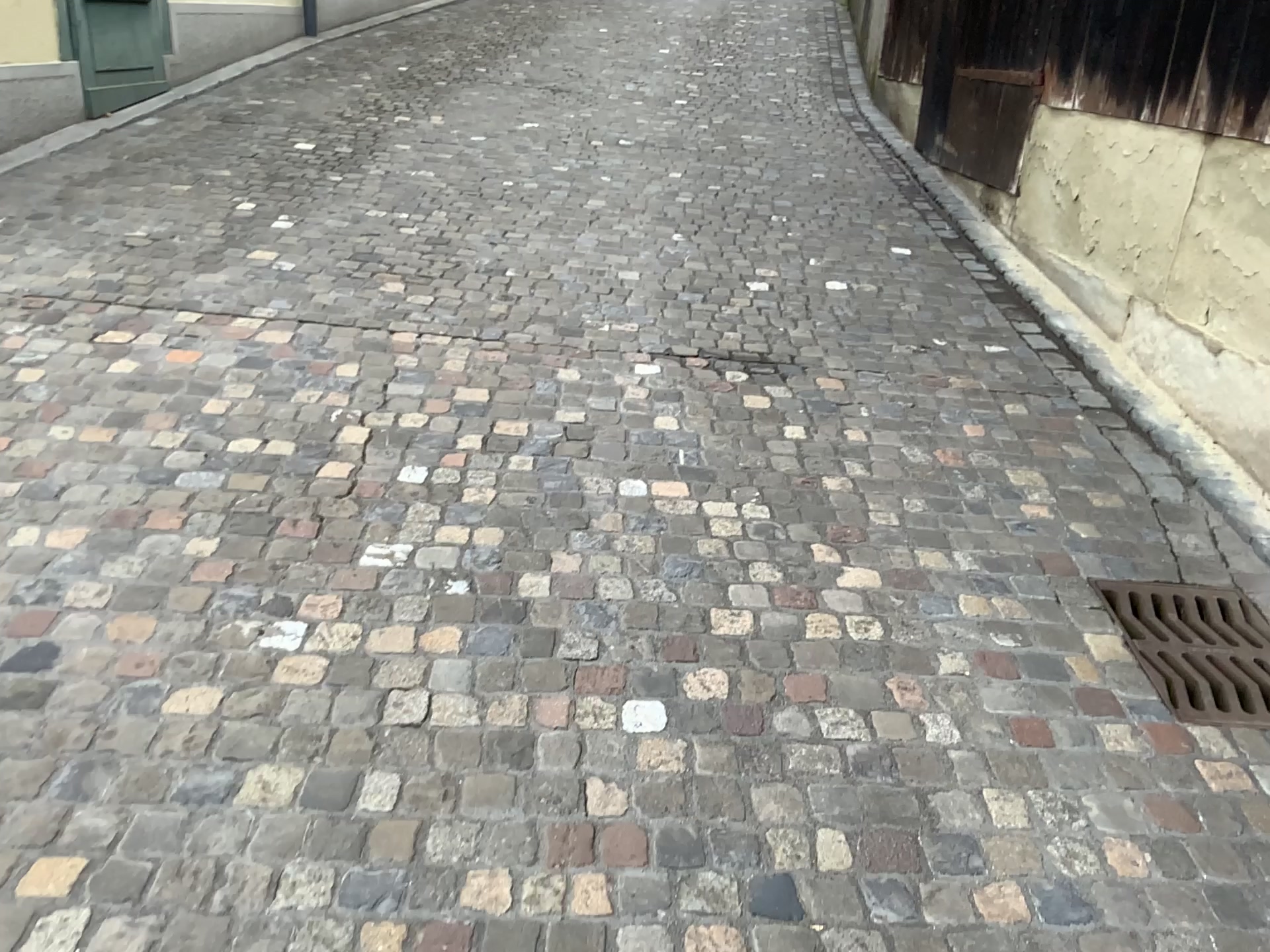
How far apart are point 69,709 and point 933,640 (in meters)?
1.78
